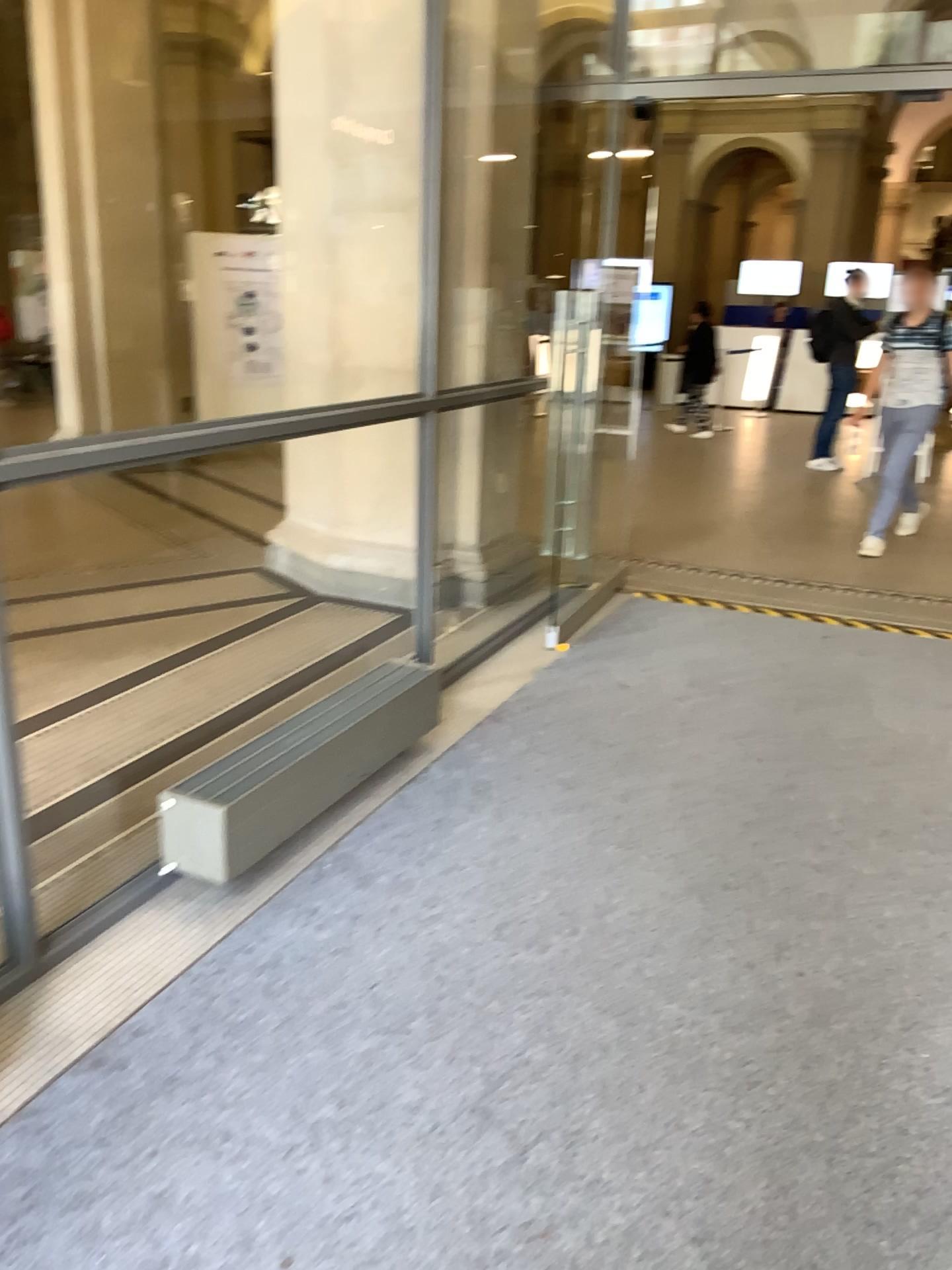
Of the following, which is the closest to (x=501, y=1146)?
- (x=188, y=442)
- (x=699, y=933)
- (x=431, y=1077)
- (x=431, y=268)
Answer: (x=431, y=1077)
